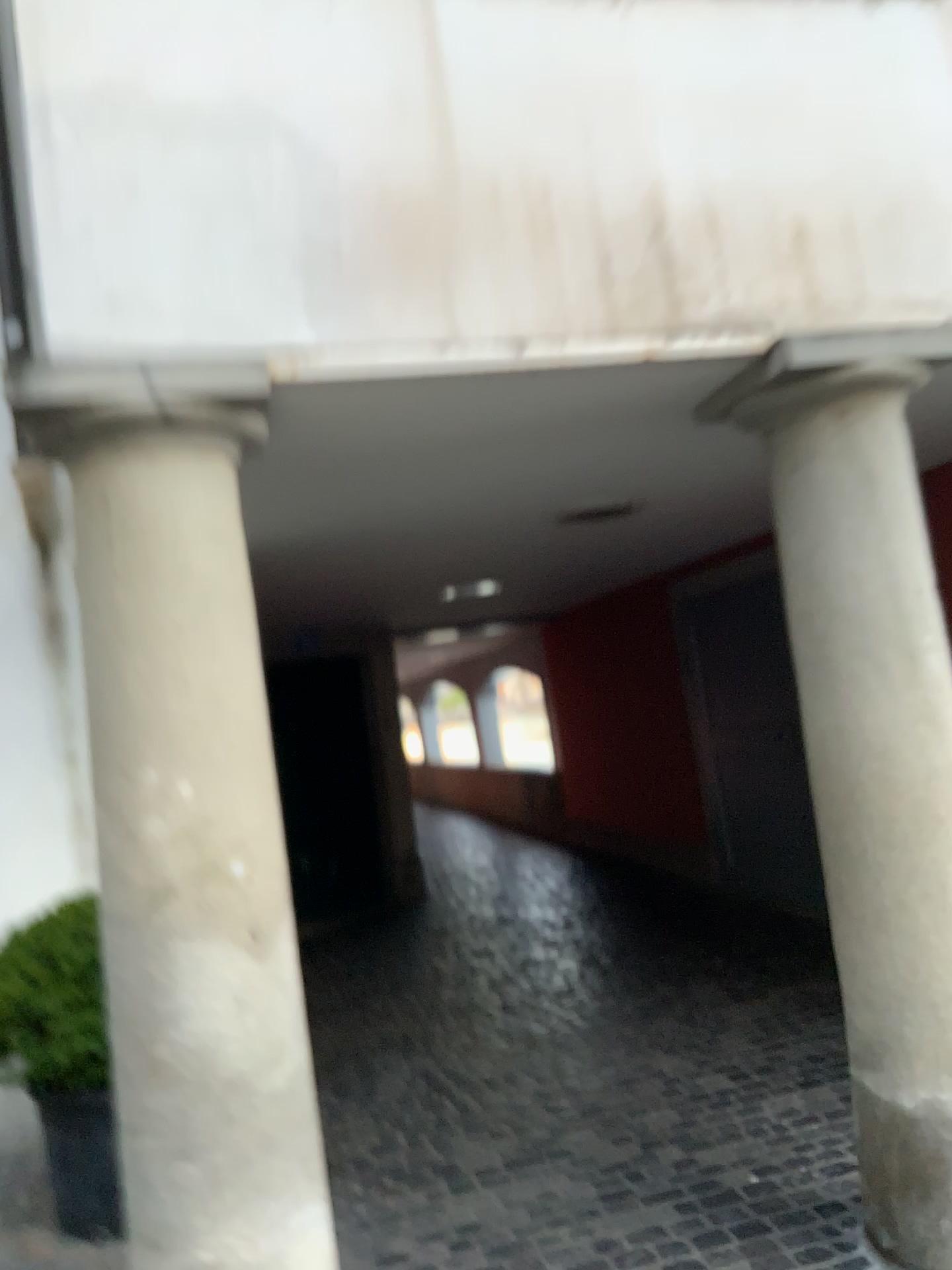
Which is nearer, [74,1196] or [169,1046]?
[169,1046]

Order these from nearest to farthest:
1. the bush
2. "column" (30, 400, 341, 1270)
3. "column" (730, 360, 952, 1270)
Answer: "column" (30, 400, 341, 1270) → "column" (730, 360, 952, 1270) → the bush

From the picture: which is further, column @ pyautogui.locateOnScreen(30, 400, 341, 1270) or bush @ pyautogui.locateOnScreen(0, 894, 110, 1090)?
bush @ pyautogui.locateOnScreen(0, 894, 110, 1090)

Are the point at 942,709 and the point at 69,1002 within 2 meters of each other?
no

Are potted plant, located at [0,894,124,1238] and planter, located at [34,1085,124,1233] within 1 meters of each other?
yes

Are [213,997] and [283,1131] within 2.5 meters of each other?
yes

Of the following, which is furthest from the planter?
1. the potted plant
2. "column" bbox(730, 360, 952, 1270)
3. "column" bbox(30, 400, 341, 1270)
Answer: "column" bbox(730, 360, 952, 1270)

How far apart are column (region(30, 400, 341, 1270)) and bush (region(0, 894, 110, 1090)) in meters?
1.0 m

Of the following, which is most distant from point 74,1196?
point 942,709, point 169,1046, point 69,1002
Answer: point 942,709

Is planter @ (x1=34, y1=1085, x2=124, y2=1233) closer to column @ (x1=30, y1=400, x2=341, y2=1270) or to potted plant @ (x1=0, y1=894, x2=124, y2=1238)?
potted plant @ (x1=0, y1=894, x2=124, y2=1238)
